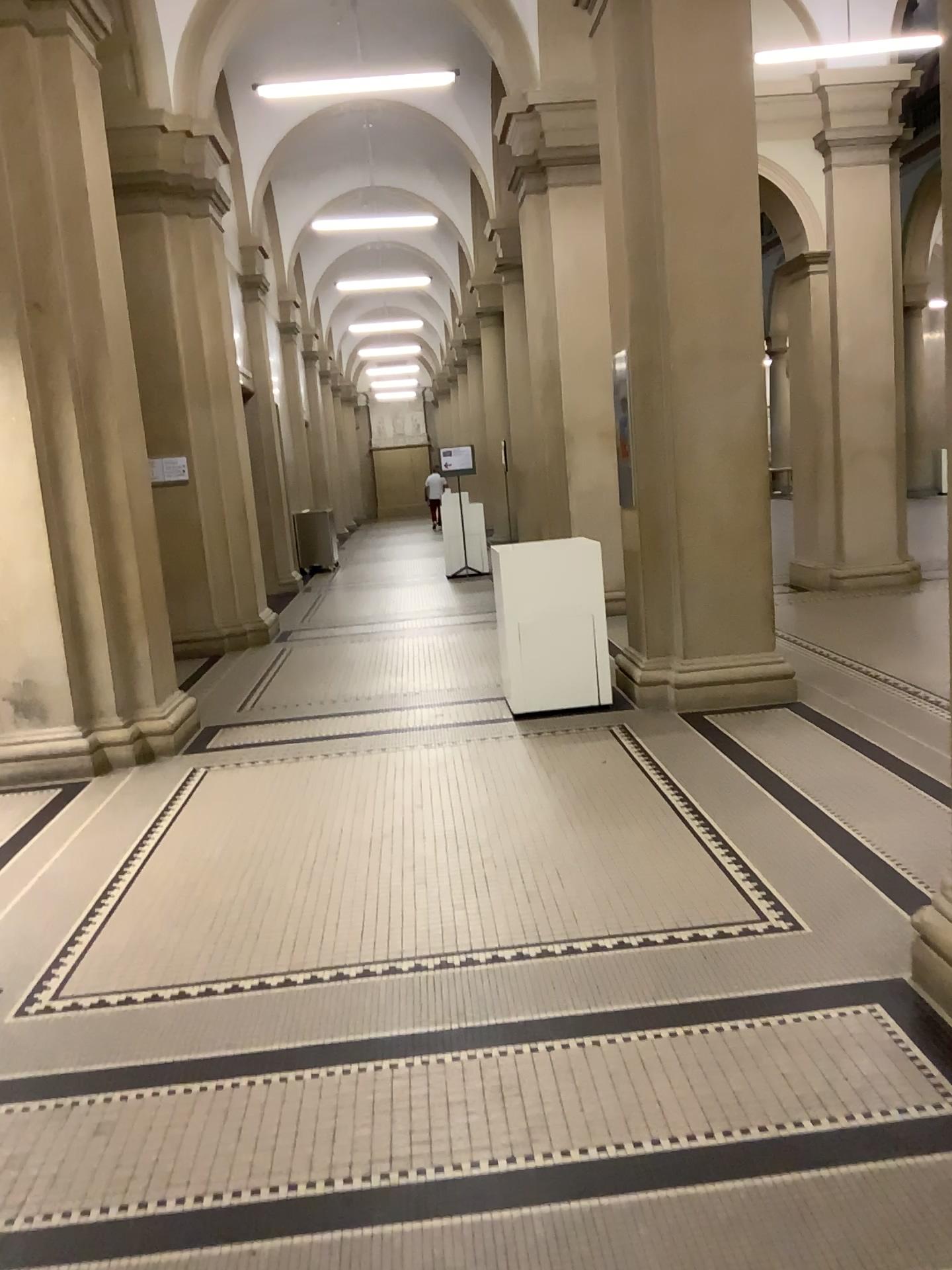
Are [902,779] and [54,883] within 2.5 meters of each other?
no
